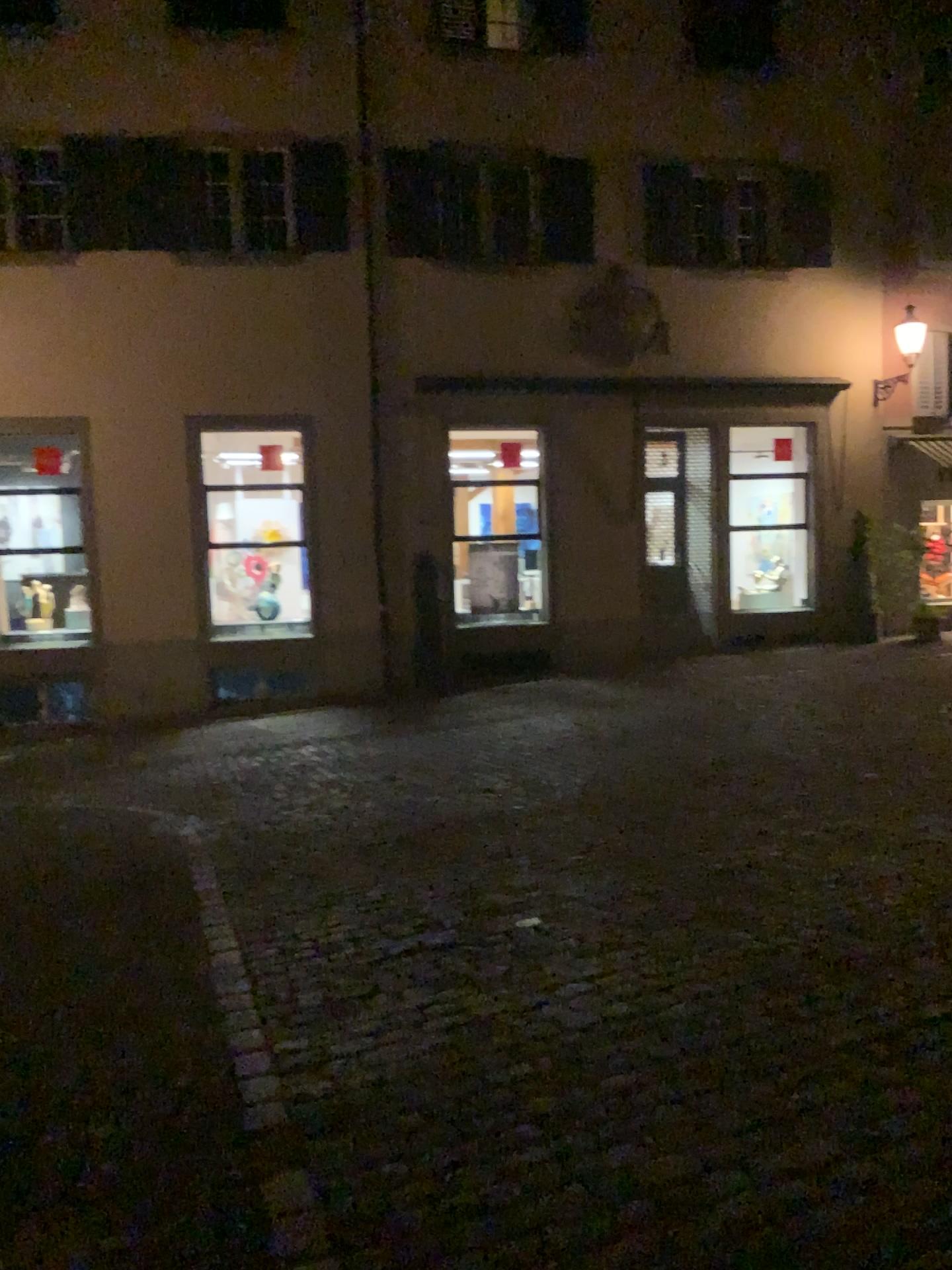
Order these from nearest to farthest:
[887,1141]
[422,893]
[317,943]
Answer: [887,1141] < [317,943] < [422,893]
